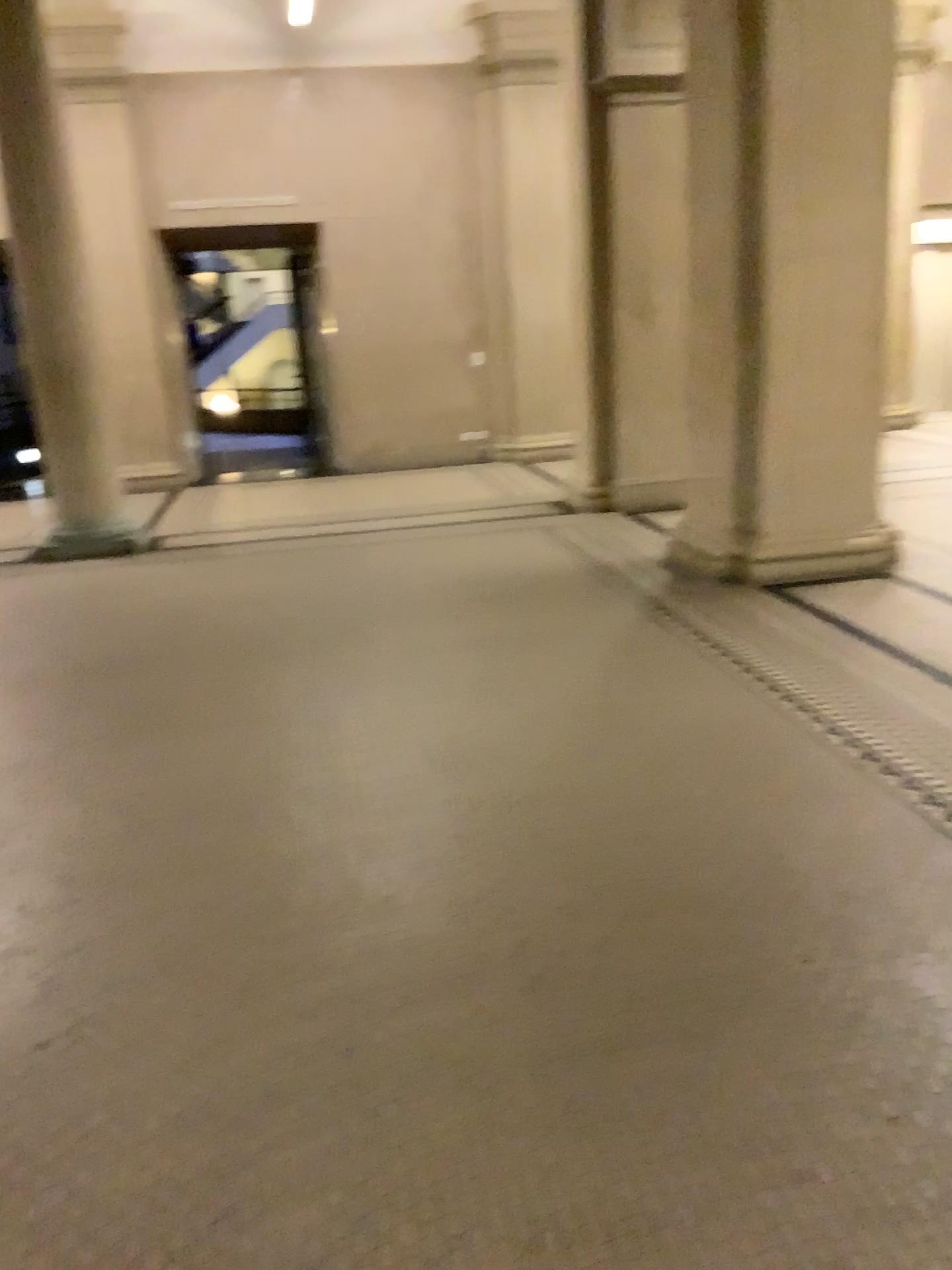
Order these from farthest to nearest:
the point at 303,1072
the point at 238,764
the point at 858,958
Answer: the point at 238,764 → the point at 858,958 → the point at 303,1072
